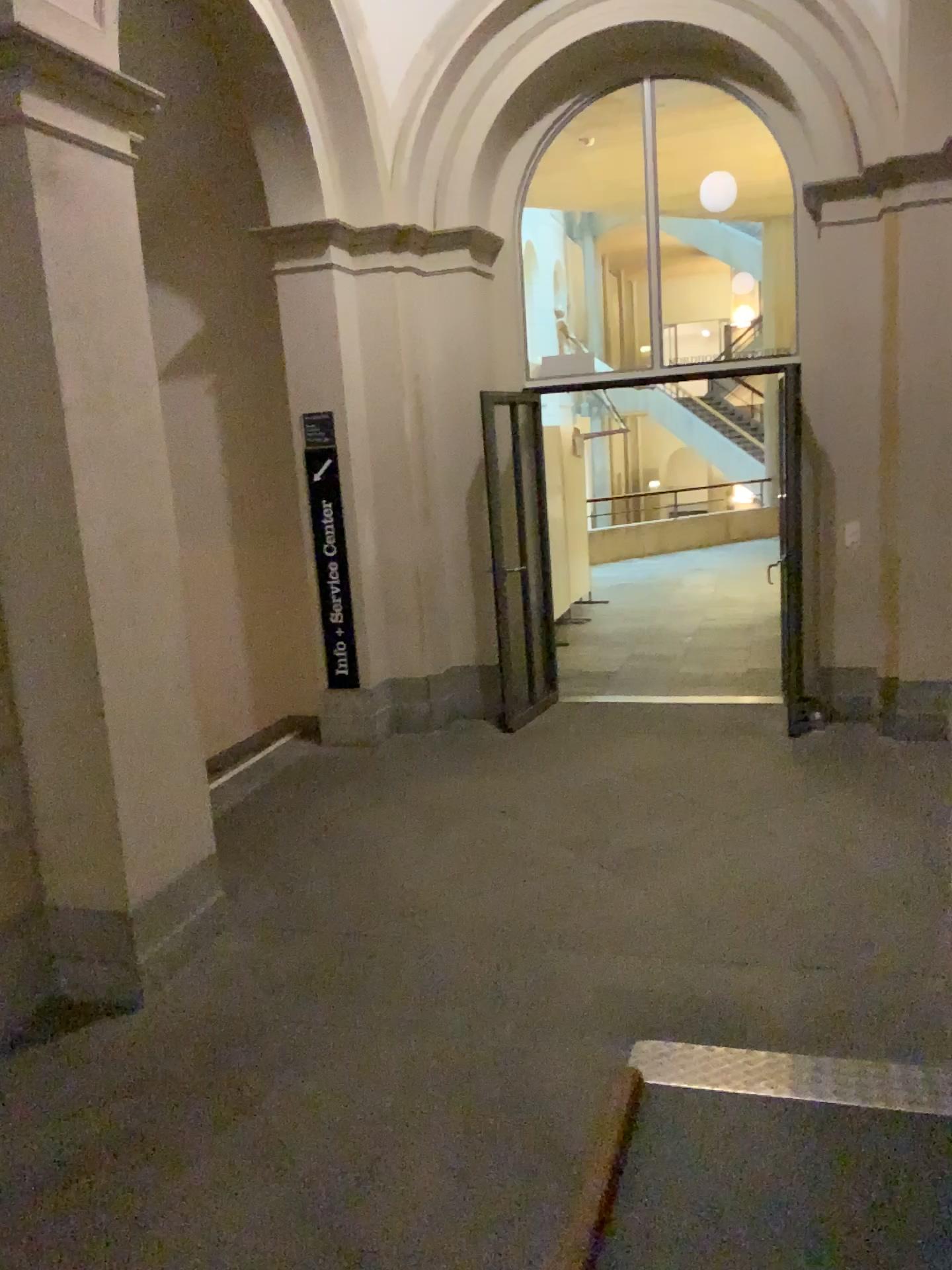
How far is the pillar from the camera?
3.3m

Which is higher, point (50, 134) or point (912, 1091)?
point (50, 134)

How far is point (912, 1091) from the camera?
2.8m

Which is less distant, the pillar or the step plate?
the step plate

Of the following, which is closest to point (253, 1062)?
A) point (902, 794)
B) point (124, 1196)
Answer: point (124, 1196)

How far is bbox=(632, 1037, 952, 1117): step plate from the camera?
2.8 meters

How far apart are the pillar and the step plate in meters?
1.8

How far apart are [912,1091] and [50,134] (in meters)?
3.82
